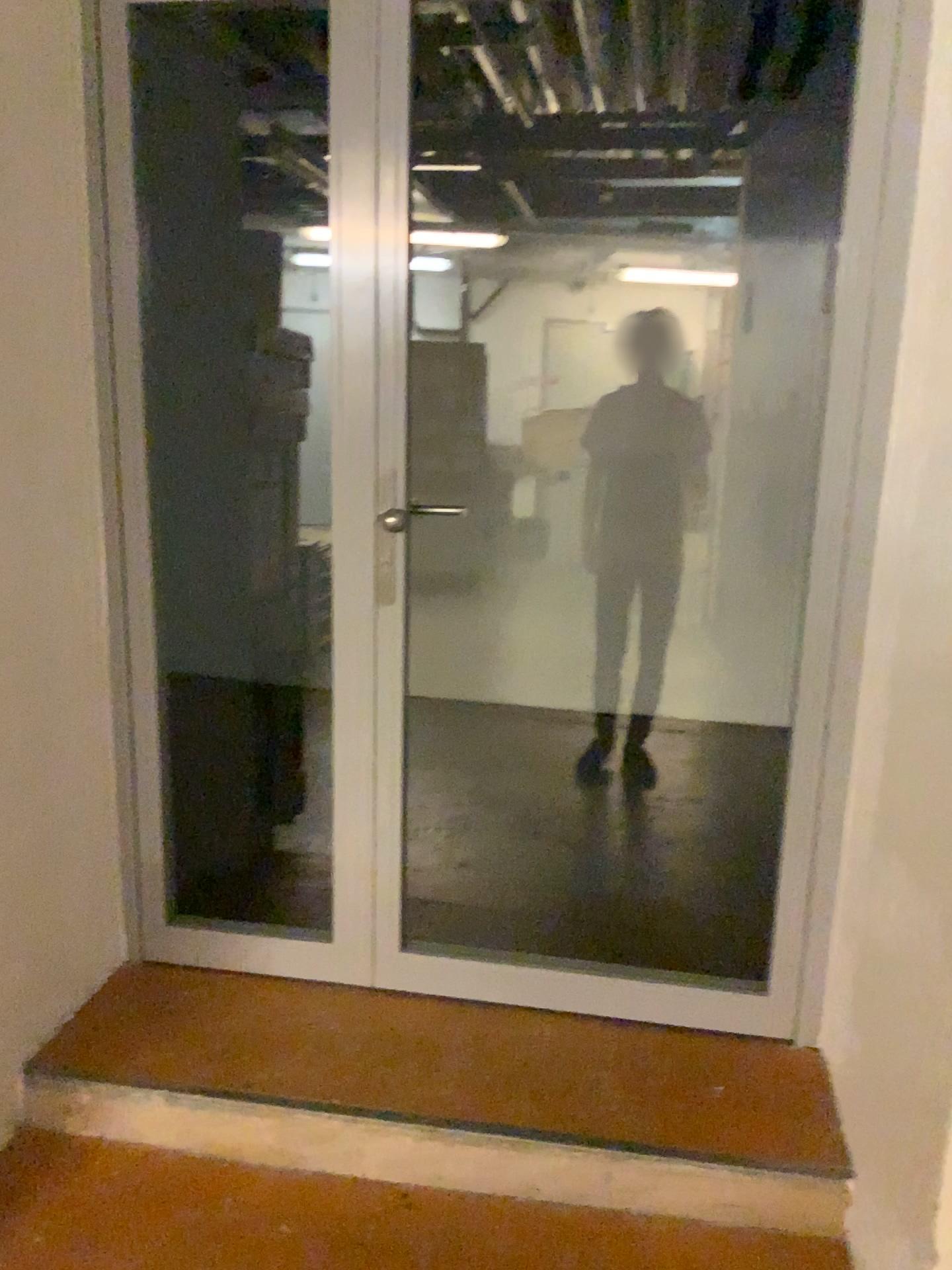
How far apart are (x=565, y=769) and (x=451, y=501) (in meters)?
1.18

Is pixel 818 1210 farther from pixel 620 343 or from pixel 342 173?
pixel 620 343

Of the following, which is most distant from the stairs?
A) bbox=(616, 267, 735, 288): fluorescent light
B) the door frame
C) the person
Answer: bbox=(616, 267, 735, 288): fluorescent light

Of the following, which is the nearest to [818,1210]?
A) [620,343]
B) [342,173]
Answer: [342,173]

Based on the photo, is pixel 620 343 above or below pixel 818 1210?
above

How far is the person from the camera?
4.1 meters

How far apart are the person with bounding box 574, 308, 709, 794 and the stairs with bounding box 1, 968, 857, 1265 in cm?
219

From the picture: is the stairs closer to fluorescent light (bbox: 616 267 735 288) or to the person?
the person

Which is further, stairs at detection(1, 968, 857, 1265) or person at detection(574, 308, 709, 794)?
person at detection(574, 308, 709, 794)

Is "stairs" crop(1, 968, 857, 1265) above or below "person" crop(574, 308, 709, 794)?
below
